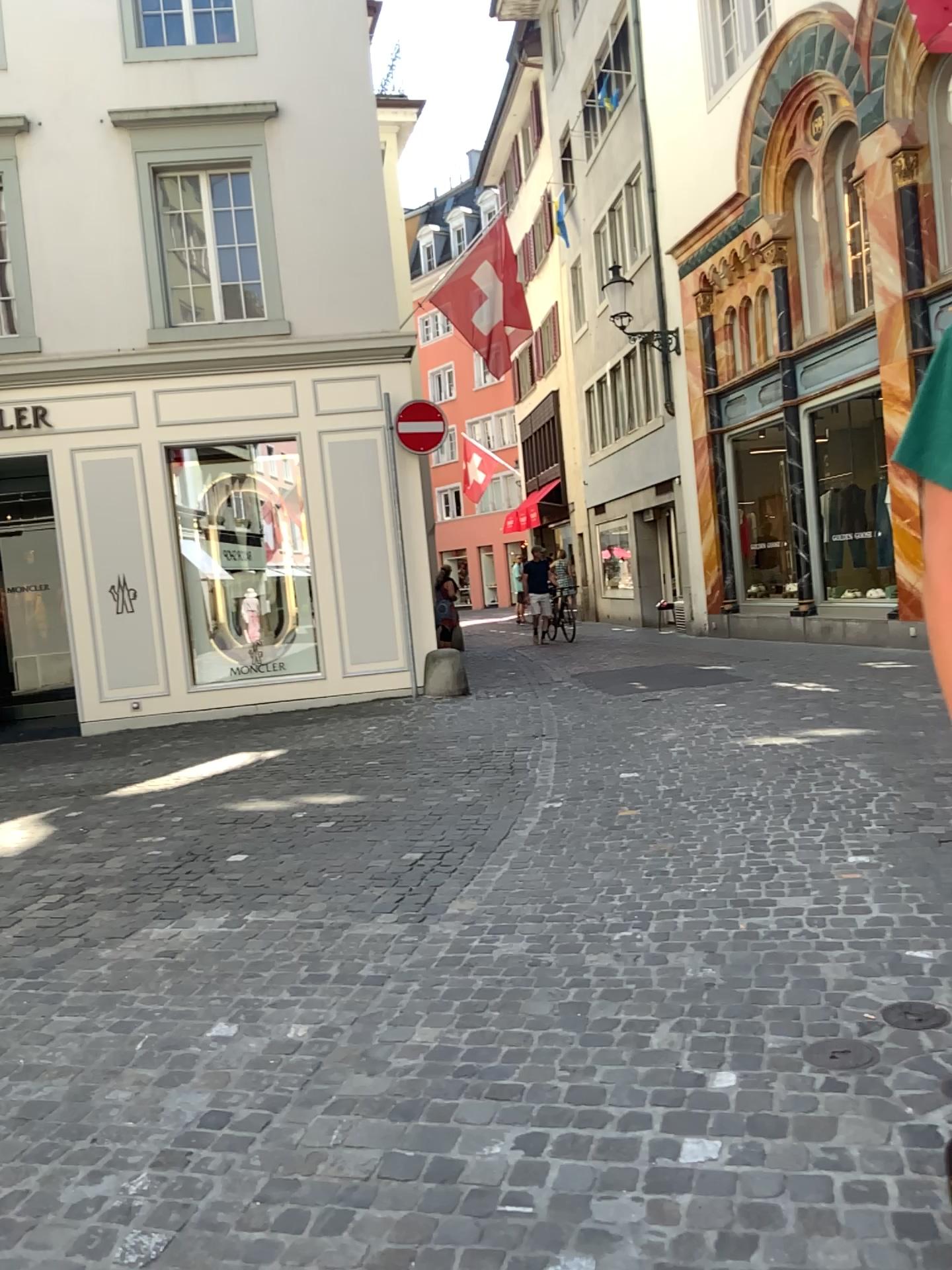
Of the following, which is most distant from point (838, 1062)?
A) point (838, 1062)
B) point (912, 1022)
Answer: point (912, 1022)

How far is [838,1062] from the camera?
2.64m

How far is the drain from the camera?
2.6m

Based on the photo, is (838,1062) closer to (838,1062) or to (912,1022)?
(838,1062)

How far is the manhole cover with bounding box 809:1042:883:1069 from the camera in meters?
2.6

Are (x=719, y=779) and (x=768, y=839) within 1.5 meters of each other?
yes
